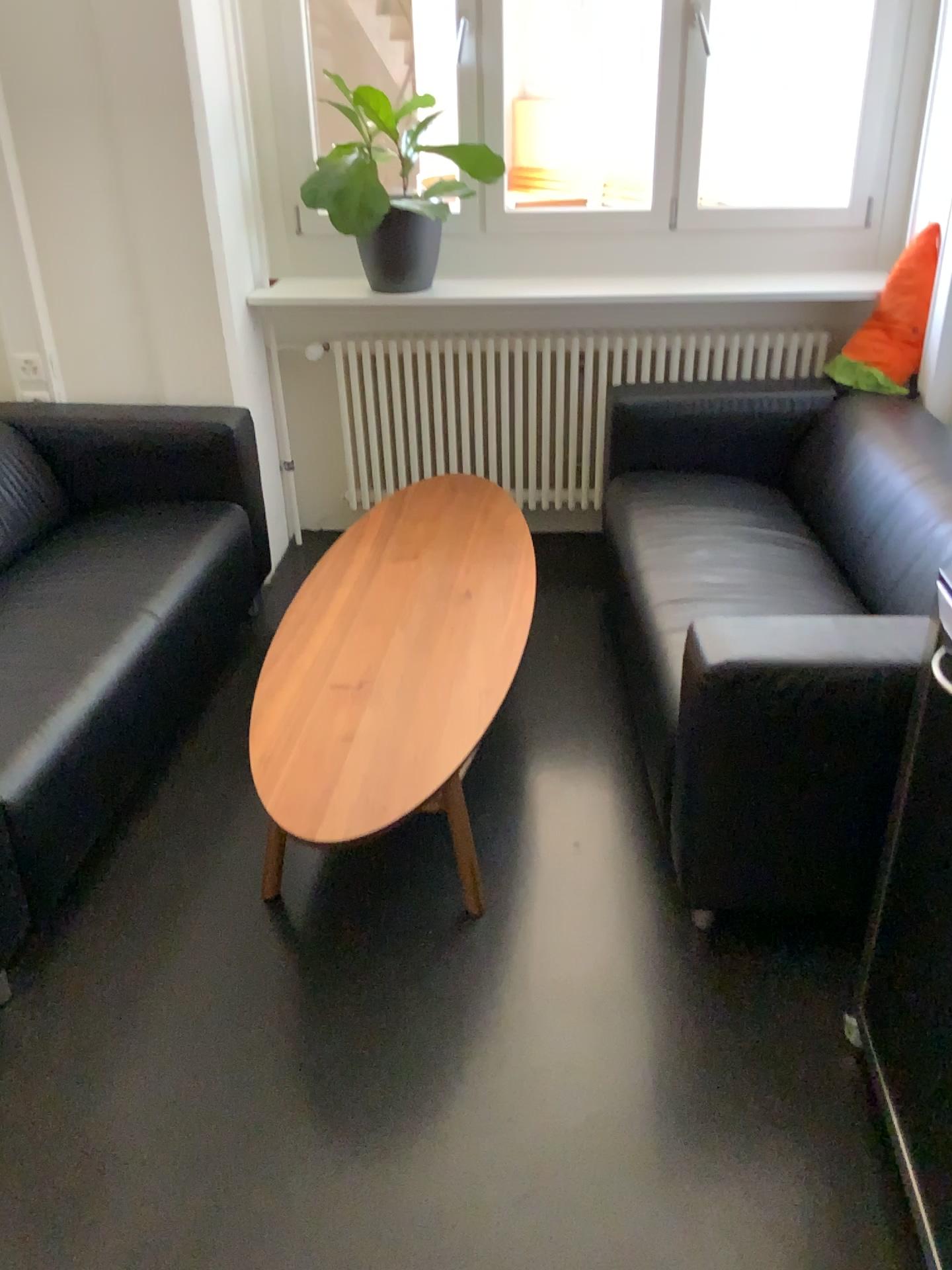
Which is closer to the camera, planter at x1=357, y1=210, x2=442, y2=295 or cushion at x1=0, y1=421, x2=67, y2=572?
cushion at x1=0, y1=421, x2=67, y2=572

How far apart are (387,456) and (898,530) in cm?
186

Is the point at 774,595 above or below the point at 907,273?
below

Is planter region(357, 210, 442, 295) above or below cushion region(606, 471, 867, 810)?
above

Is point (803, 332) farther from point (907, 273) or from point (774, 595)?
point (774, 595)

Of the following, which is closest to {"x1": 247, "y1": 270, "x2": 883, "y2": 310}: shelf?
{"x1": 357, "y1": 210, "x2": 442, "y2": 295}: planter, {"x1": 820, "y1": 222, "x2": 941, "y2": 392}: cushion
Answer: {"x1": 357, "y1": 210, "x2": 442, "y2": 295}: planter

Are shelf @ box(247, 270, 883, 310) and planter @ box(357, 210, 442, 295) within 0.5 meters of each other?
yes

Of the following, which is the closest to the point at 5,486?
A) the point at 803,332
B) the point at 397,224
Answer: the point at 397,224

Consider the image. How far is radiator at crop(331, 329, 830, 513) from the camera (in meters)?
3.45

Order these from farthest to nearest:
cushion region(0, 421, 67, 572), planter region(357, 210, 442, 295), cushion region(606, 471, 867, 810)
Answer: planter region(357, 210, 442, 295), cushion region(0, 421, 67, 572), cushion region(606, 471, 867, 810)
